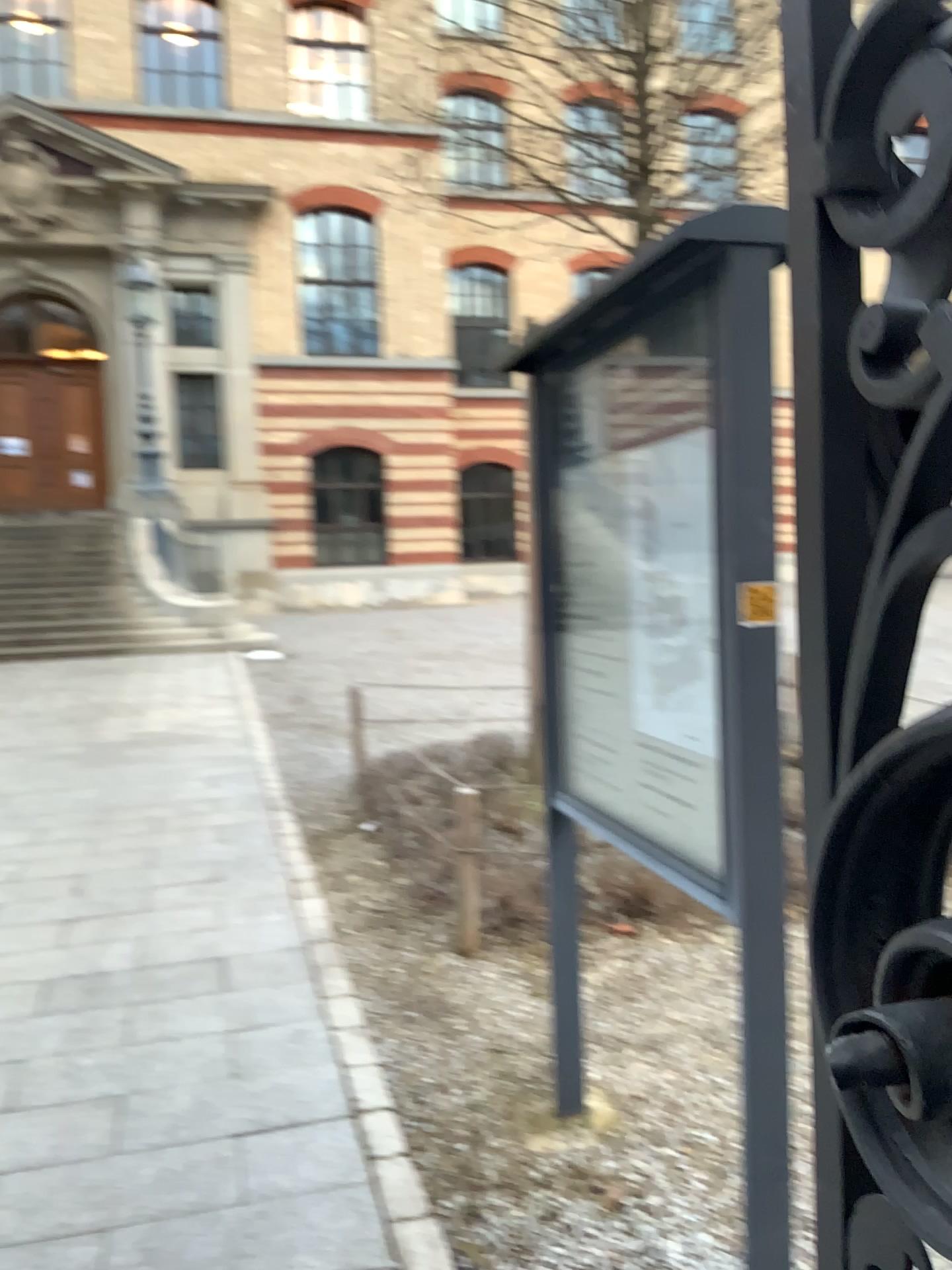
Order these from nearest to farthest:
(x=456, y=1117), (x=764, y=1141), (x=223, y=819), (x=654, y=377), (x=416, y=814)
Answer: (x=764, y=1141), (x=654, y=377), (x=456, y=1117), (x=416, y=814), (x=223, y=819)
